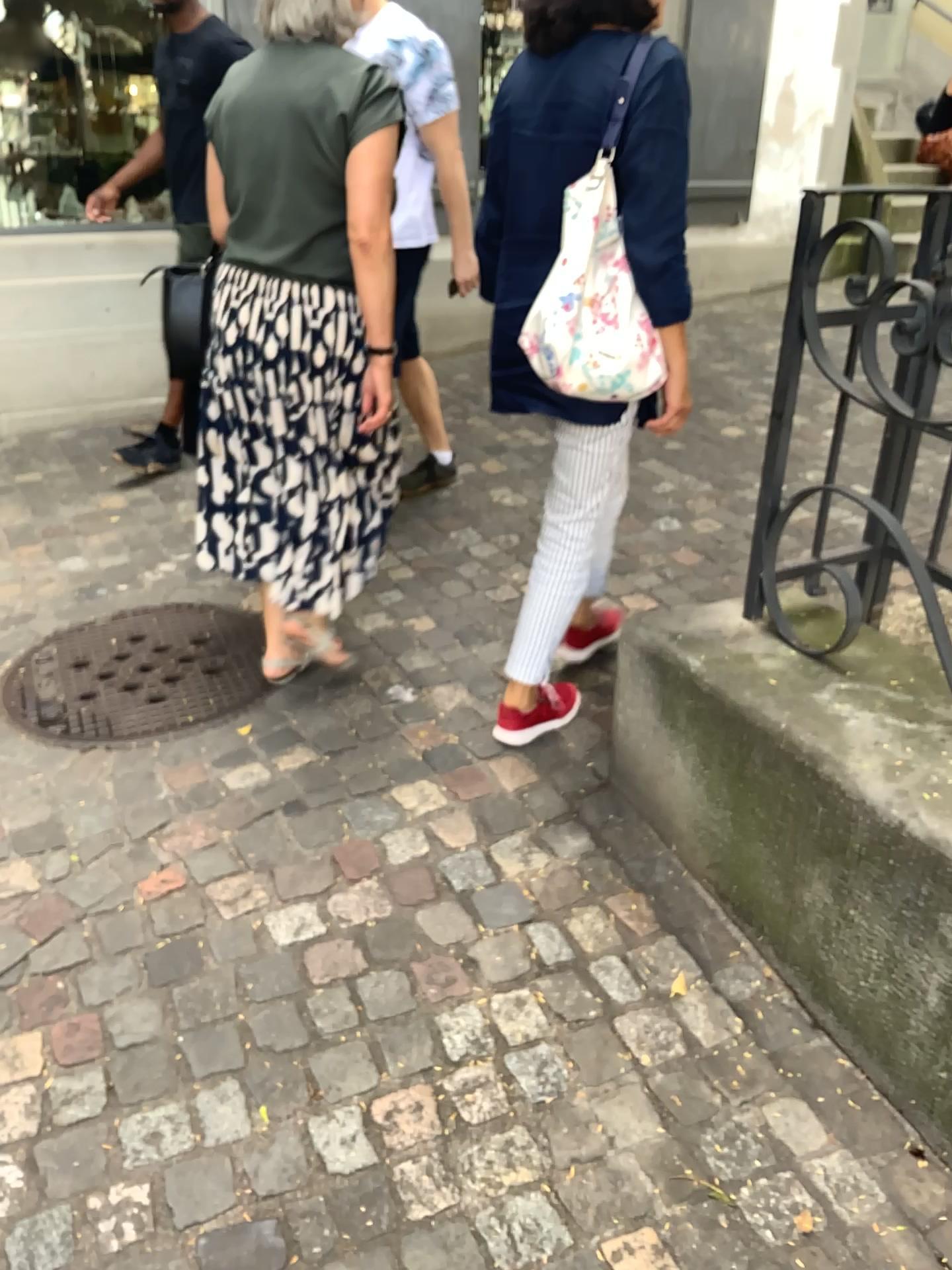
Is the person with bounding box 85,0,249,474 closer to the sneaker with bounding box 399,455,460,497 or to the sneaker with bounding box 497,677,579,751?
the sneaker with bounding box 399,455,460,497

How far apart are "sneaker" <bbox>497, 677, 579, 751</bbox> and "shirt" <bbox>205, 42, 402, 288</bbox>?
1.00m

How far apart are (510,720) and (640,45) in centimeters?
137cm

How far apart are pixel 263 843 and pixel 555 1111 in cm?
80

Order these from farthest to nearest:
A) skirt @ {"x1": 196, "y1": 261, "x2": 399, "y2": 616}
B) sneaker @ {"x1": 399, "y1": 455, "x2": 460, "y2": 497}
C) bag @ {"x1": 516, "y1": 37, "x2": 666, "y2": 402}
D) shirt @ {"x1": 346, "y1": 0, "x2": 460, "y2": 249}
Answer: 1. sneaker @ {"x1": 399, "y1": 455, "x2": 460, "y2": 497}
2. shirt @ {"x1": 346, "y1": 0, "x2": 460, "y2": 249}
3. skirt @ {"x1": 196, "y1": 261, "x2": 399, "y2": 616}
4. bag @ {"x1": 516, "y1": 37, "x2": 666, "y2": 402}

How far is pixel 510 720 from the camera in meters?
2.4

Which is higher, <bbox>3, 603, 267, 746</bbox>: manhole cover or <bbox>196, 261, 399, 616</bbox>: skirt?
<bbox>196, 261, 399, 616</bbox>: skirt

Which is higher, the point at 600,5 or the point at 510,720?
the point at 600,5

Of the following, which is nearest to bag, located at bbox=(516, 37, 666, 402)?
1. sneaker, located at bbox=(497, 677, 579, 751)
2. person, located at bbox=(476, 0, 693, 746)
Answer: person, located at bbox=(476, 0, 693, 746)

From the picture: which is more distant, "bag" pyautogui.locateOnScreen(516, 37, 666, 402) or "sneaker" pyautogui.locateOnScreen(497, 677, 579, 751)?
"sneaker" pyautogui.locateOnScreen(497, 677, 579, 751)
